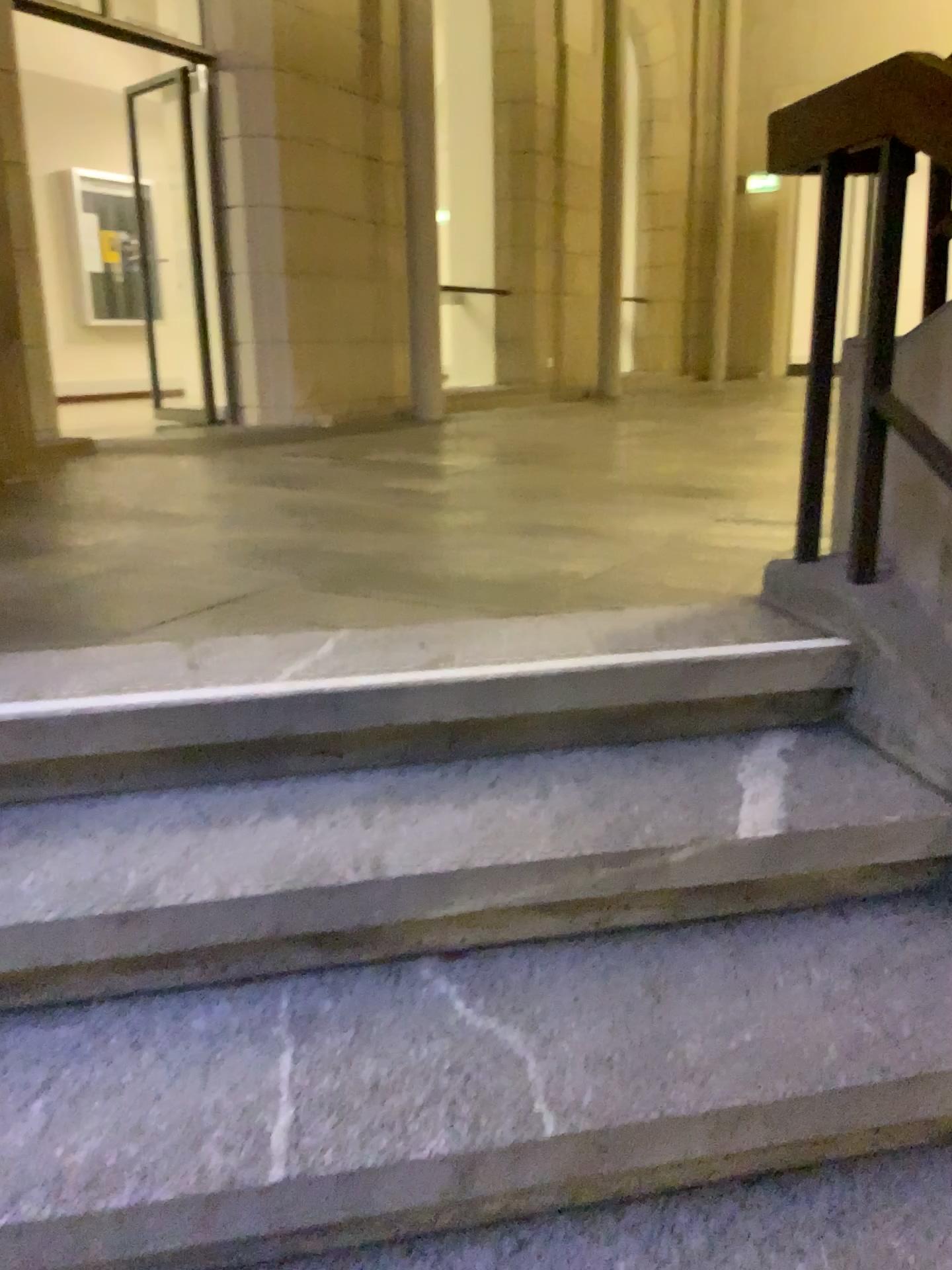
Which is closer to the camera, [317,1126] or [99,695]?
[317,1126]

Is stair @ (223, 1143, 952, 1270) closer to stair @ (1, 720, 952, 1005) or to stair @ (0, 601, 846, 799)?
stair @ (1, 720, 952, 1005)

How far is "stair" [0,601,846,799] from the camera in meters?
1.6

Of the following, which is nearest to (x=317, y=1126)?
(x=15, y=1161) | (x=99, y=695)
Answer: (x=15, y=1161)

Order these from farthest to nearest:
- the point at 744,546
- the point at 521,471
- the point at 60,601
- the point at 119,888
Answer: the point at 521,471, the point at 744,546, the point at 60,601, the point at 119,888

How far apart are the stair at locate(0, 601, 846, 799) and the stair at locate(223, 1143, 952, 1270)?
0.69m

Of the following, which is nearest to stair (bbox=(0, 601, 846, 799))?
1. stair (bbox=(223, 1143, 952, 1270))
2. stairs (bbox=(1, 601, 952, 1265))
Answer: stairs (bbox=(1, 601, 952, 1265))

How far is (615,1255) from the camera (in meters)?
1.18

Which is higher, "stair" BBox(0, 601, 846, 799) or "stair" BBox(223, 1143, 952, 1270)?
"stair" BBox(0, 601, 846, 799)

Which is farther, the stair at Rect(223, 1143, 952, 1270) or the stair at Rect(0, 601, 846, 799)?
the stair at Rect(0, 601, 846, 799)
